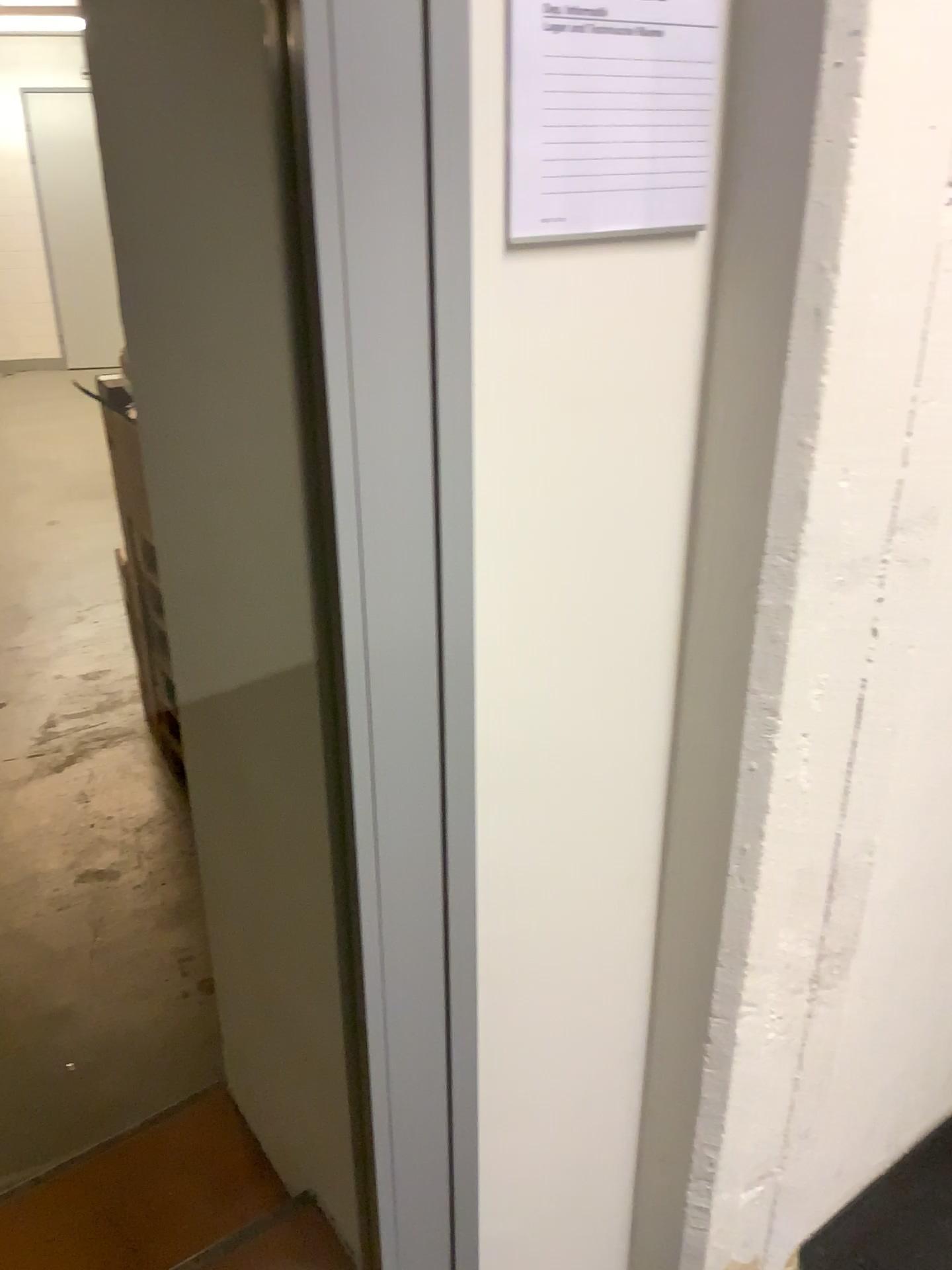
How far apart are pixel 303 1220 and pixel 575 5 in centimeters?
177cm

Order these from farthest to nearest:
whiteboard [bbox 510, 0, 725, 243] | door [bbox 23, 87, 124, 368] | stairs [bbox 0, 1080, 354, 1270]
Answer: door [bbox 23, 87, 124, 368], stairs [bbox 0, 1080, 354, 1270], whiteboard [bbox 510, 0, 725, 243]

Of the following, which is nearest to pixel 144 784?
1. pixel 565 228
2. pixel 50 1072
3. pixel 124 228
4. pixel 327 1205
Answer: pixel 50 1072

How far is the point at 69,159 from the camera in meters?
2.6

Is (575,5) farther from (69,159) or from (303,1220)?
(69,159)

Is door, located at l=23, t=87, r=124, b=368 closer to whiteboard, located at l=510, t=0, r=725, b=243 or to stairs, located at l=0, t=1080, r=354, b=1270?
stairs, located at l=0, t=1080, r=354, b=1270

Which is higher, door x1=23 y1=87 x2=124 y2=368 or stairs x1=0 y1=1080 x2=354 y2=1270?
door x1=23 y1=87 x2=124 y2=368

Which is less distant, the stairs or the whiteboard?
the whiteboard

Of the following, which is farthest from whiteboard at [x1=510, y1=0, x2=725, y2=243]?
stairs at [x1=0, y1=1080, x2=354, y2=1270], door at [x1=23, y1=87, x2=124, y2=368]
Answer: door at [x1=23, y1=87, x2=124, y2=368]

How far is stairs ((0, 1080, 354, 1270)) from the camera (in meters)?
1.74
